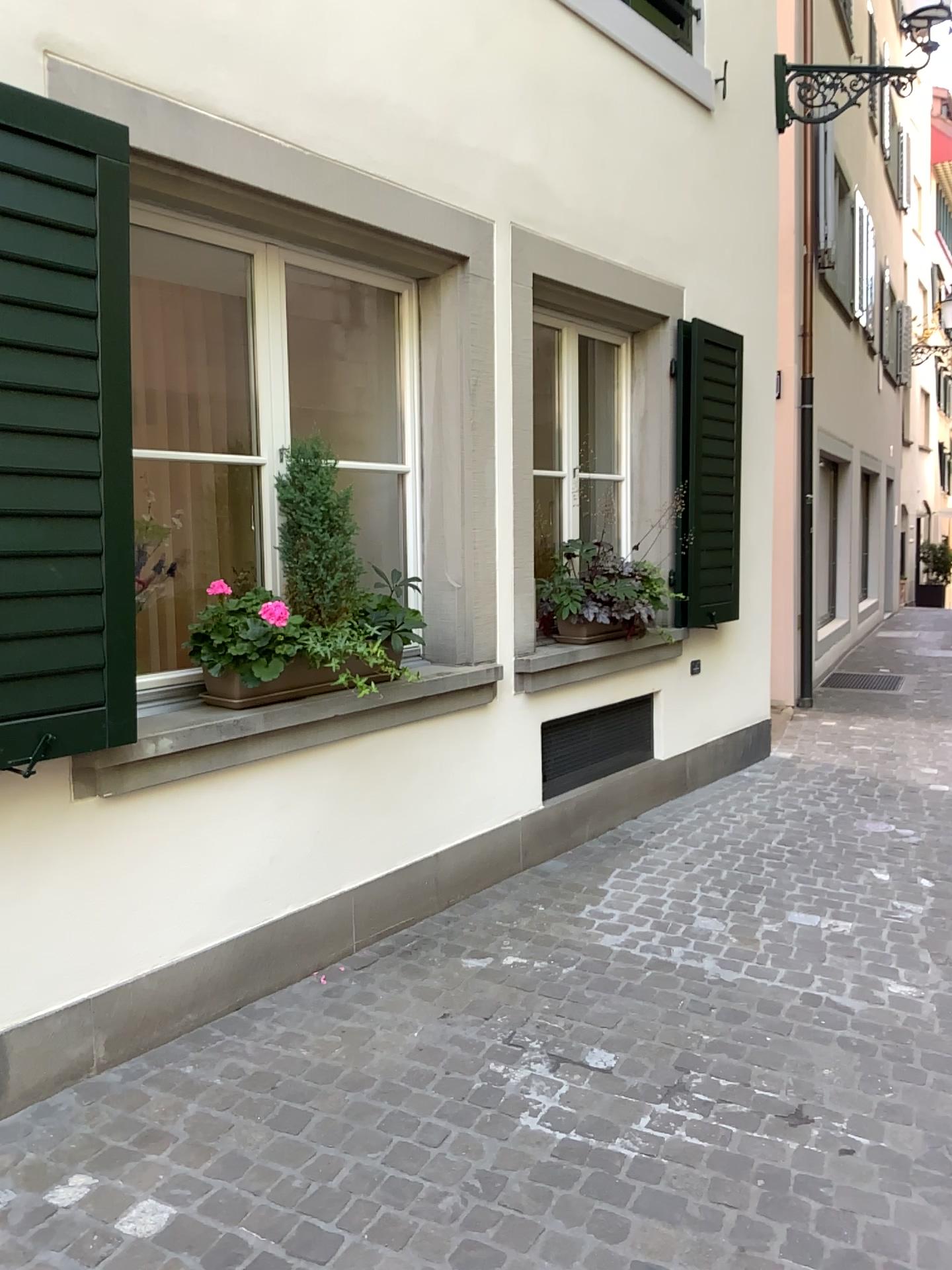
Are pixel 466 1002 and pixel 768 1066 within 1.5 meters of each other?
yes

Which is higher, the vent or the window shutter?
the window shutter

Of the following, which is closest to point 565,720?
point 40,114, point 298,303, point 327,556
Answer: point 327,556

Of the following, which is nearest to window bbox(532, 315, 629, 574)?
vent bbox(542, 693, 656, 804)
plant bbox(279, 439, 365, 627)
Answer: vent bbox(542, 693, 656, 804)

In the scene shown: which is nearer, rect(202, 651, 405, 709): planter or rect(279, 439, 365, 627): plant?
rect(202, 651, 405, 709): planter

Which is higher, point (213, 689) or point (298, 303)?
point (298, 303)

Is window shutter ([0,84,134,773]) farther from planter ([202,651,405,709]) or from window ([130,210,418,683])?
window ([130,210,418,683])

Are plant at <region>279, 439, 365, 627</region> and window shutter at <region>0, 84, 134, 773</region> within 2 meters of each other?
yes

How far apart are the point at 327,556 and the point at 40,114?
1.5 meters

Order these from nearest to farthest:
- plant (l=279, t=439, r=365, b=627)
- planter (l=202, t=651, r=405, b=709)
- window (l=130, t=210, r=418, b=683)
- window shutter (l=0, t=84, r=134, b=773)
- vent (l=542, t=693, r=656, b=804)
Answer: window shutter (l=0, t=84, r=134, b=773)
planter (l=202, t=651, r=405, b=709)
plant (l=279, t=439, r=365, b=627)
window (l=130, t=210, r=418, b=683)
vent (l=542, t=693, r=656, b=804)
